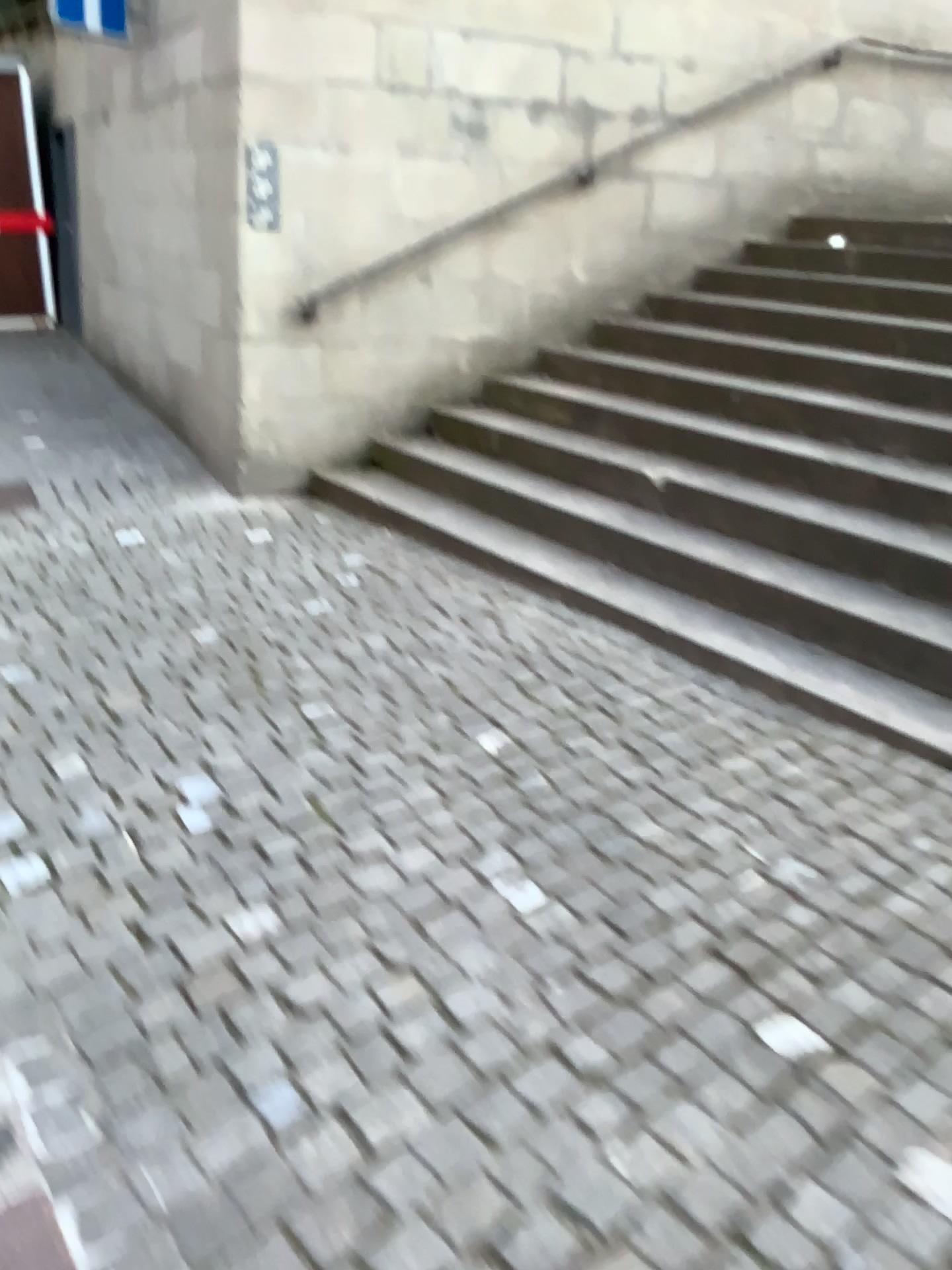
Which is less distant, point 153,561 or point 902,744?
point 902,744
